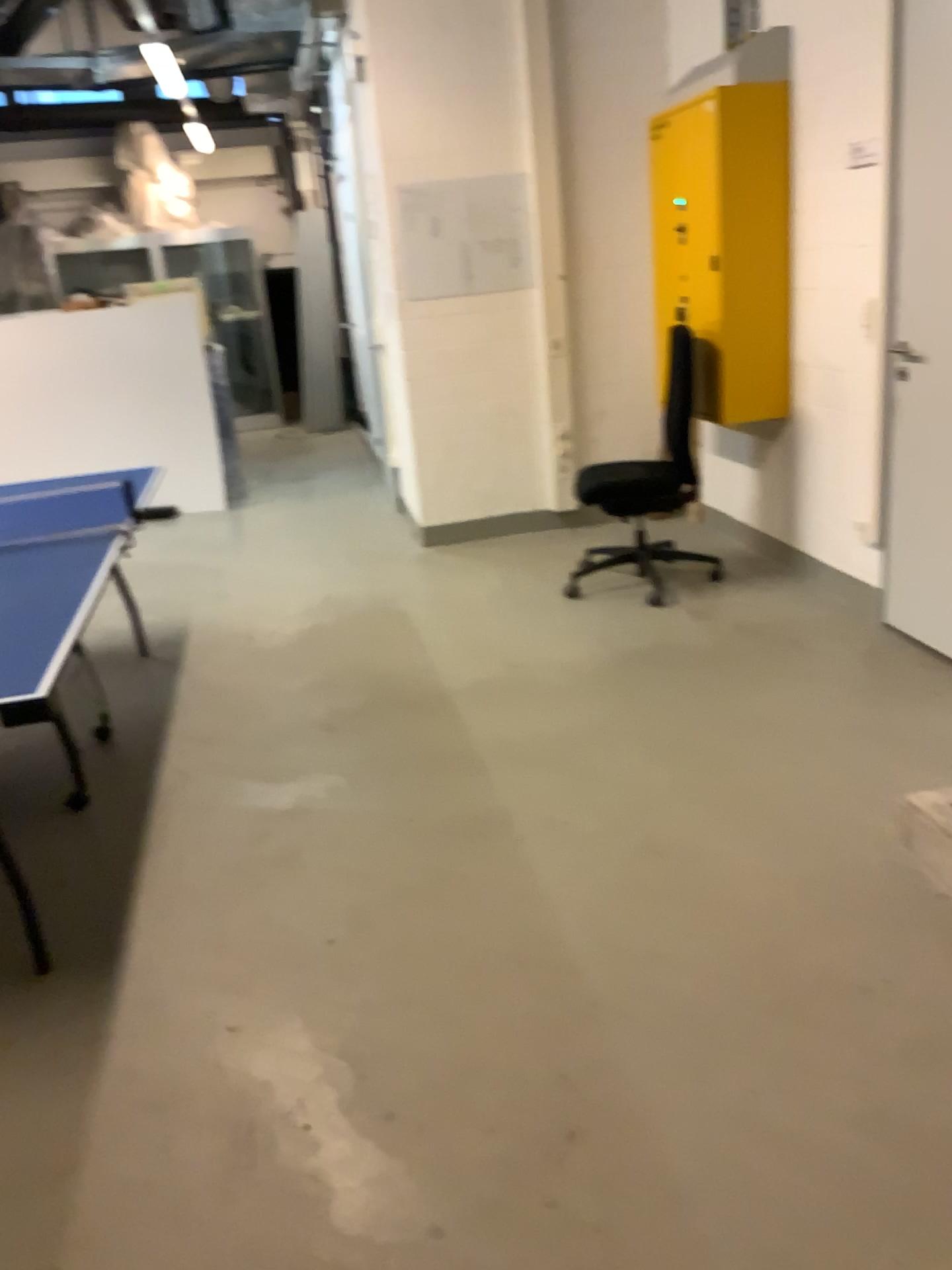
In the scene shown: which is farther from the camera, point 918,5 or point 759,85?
point 759,85

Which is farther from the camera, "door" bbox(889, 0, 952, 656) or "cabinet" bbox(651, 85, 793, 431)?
"cabinet" bbox(651, 85, 793, 431)

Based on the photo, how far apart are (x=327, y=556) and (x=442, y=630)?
1.5m
